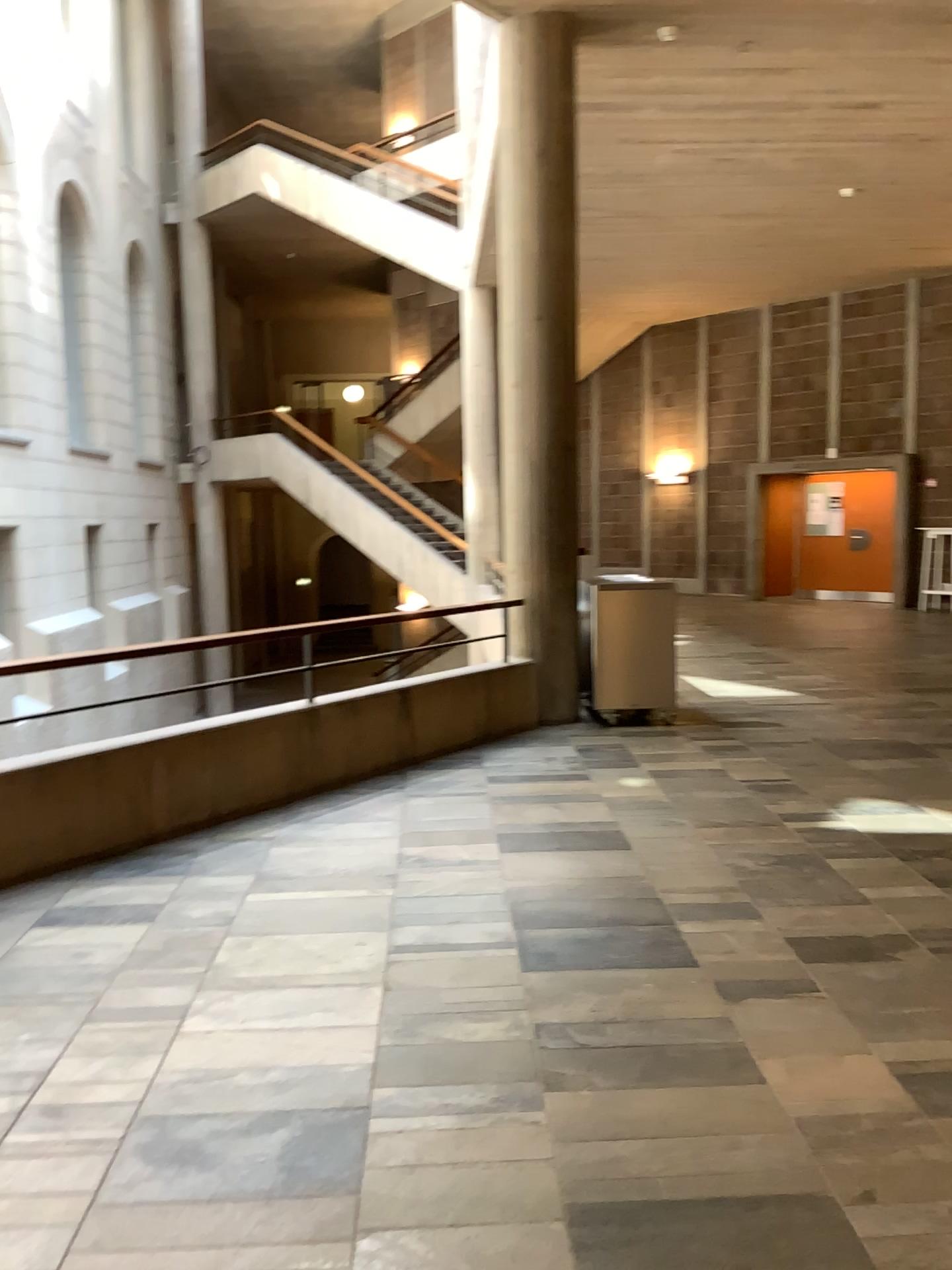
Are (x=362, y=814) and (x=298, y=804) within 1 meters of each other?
yes
